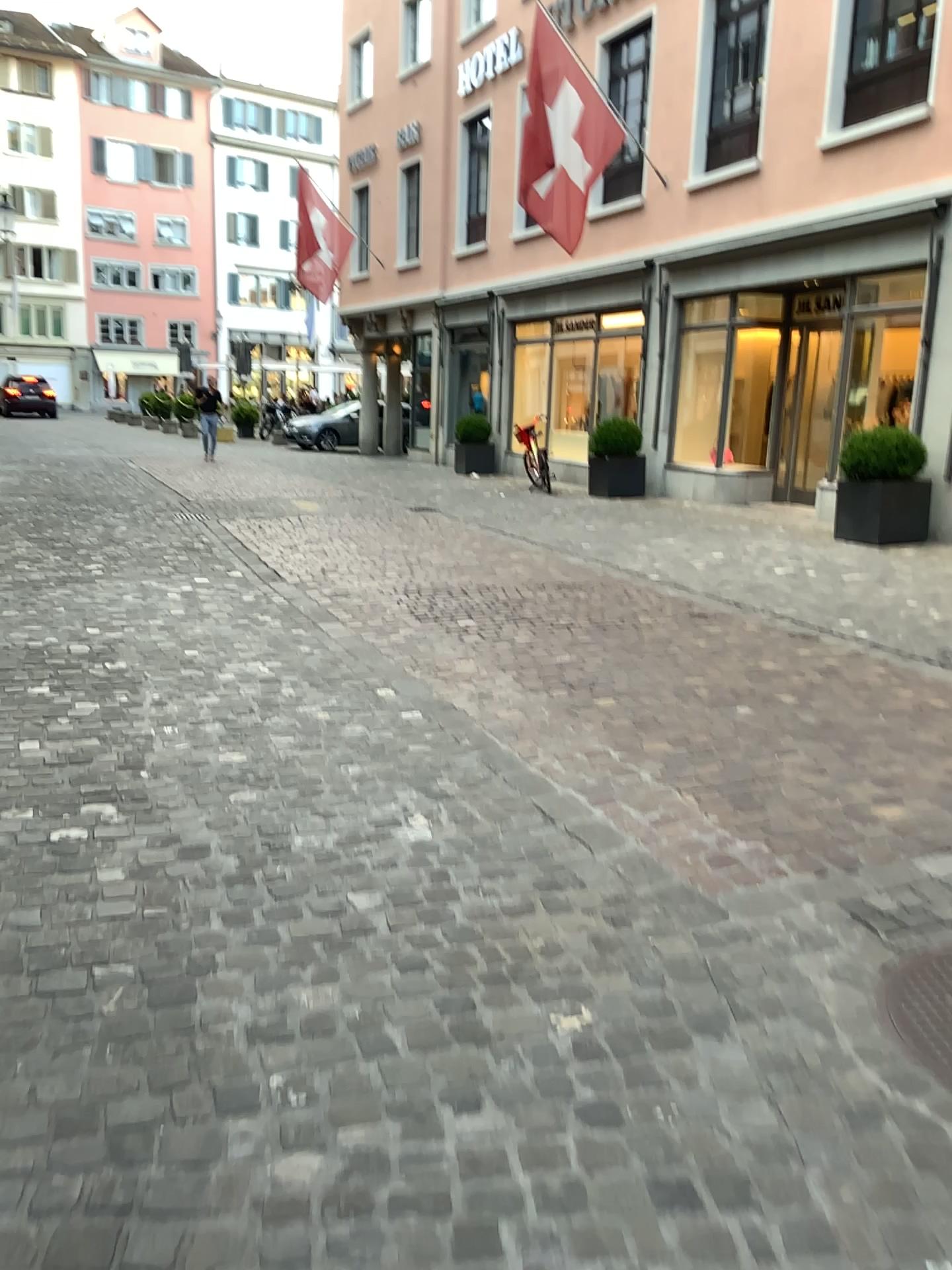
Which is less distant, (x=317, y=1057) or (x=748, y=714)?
(x=317, y=1057)
